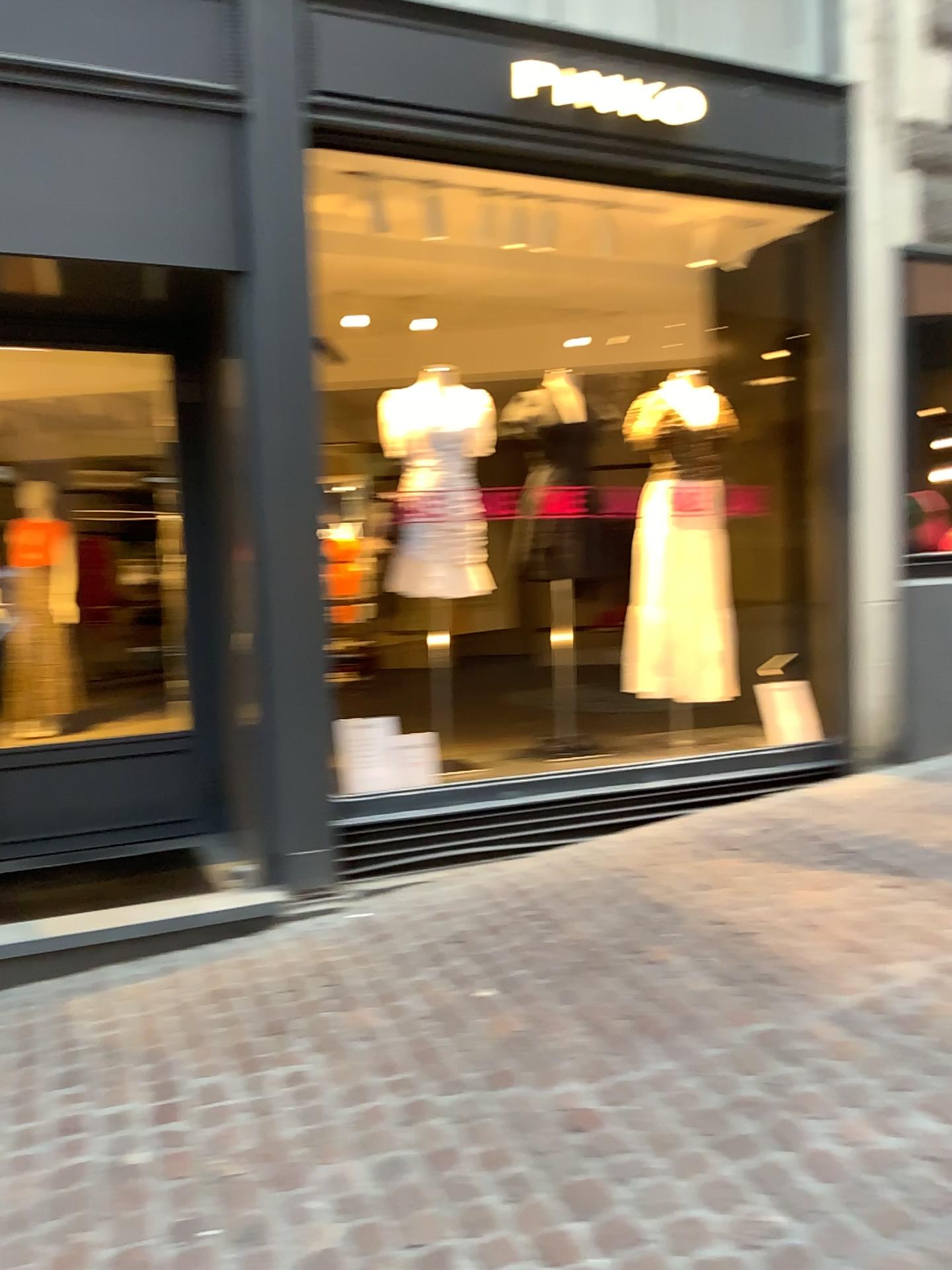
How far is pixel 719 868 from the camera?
3.8 meters

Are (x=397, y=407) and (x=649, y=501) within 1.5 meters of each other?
yes

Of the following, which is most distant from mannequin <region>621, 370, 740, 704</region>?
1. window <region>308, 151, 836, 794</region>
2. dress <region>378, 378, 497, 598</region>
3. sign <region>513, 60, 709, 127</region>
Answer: sign <region>513, 60, 709, 127</region>

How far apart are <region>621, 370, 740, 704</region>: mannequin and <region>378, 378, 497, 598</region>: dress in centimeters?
83cm

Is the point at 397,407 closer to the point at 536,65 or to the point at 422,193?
the point at 422,193

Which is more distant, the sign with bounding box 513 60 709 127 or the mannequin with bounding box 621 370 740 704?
the mannequin with bounding box 621 370 740 704

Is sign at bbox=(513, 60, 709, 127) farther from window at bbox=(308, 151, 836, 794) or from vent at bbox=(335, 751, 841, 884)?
vent at bbox=(335, 751, 841, 884)

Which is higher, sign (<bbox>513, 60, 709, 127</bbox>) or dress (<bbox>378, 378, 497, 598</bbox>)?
sign (<bbox>513, 60, 709, 127</bbox>)

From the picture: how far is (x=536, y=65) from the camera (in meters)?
4.11

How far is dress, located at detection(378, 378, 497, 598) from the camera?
4.3 meters
